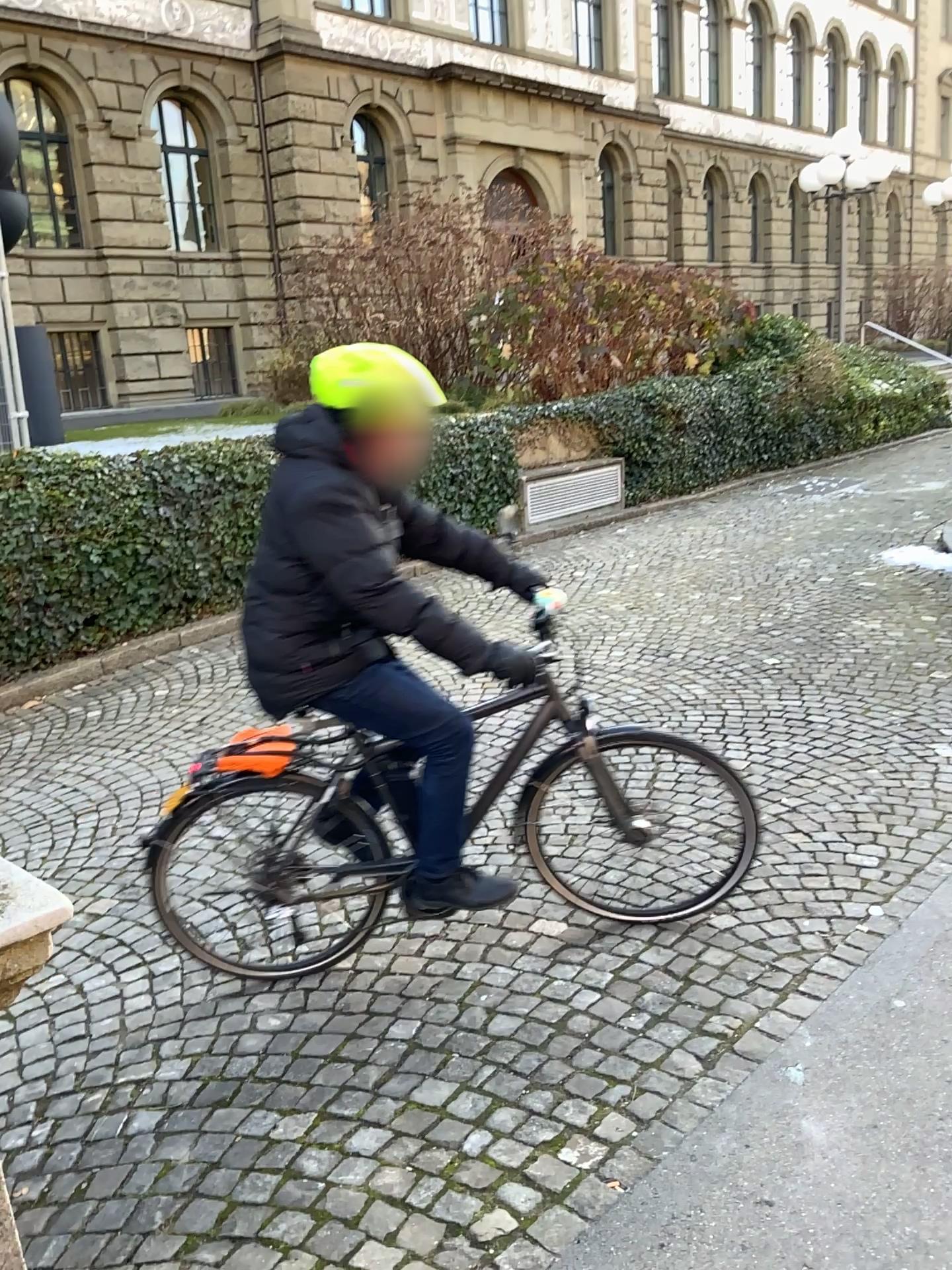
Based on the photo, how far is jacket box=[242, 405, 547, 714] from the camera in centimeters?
250cm

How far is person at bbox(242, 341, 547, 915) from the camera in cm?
249

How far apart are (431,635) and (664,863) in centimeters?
155cm

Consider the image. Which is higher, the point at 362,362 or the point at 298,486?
the point at 362,362

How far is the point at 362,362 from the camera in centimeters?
249cm

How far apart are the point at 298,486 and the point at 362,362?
0.3 meters
